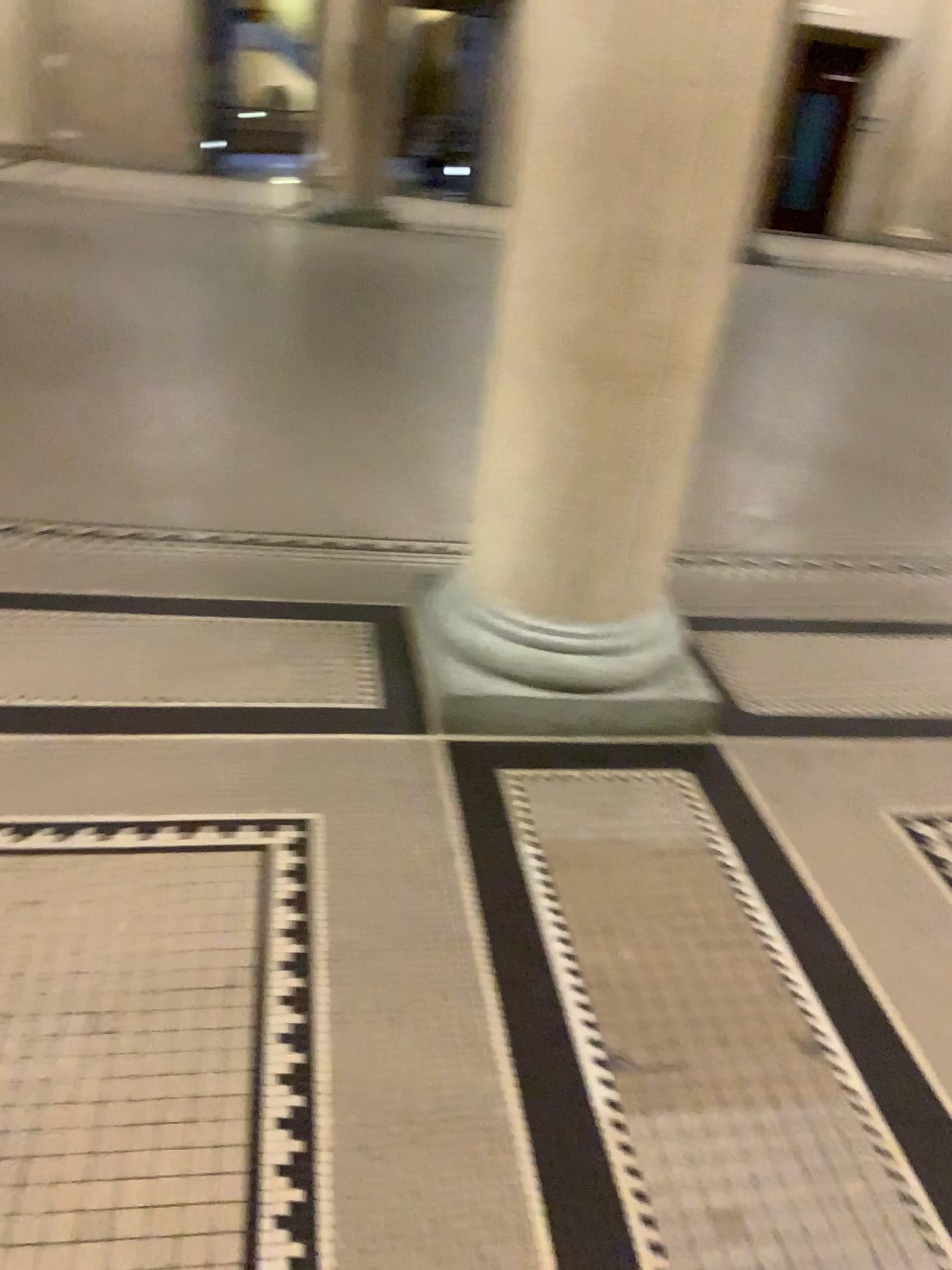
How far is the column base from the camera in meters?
2.6 m

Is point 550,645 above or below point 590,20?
below

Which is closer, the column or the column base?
the column

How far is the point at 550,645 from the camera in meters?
2.6 m

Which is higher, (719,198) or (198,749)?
(719,198)

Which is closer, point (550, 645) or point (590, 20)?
point (590, 20)
